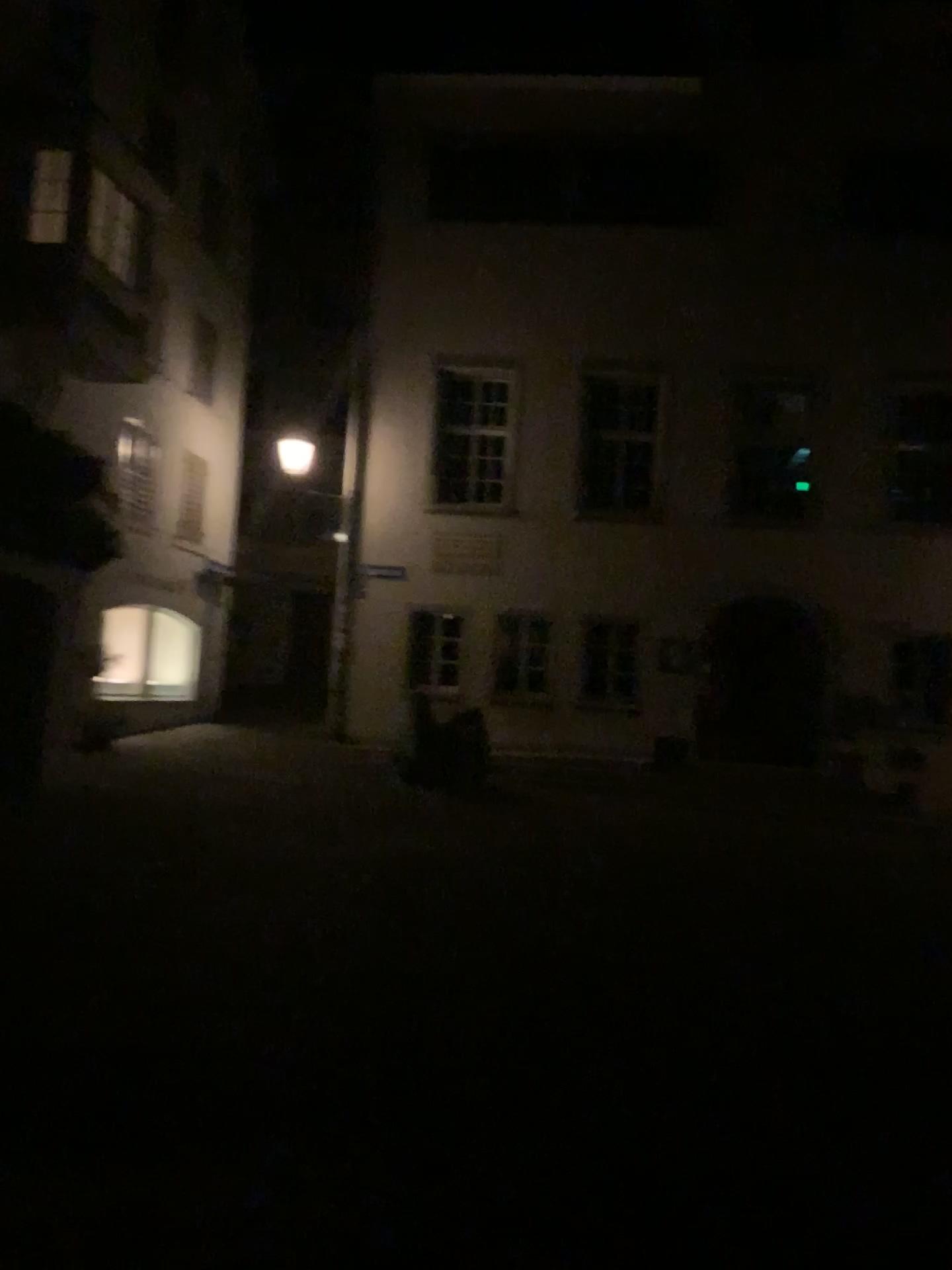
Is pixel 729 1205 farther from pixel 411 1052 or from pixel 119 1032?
pixel 119 1032
